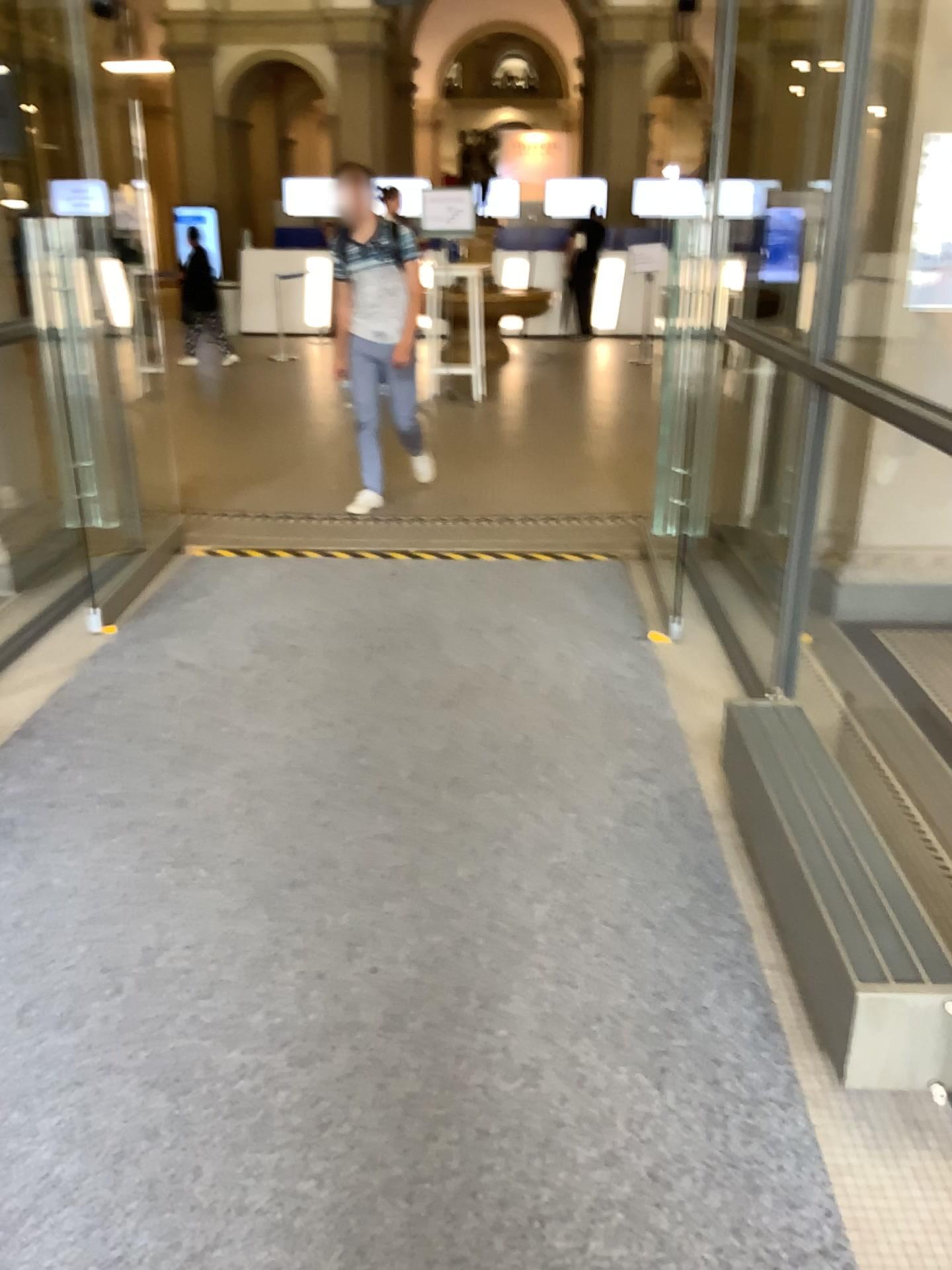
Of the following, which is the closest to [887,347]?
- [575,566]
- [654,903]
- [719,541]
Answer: [719,541]
